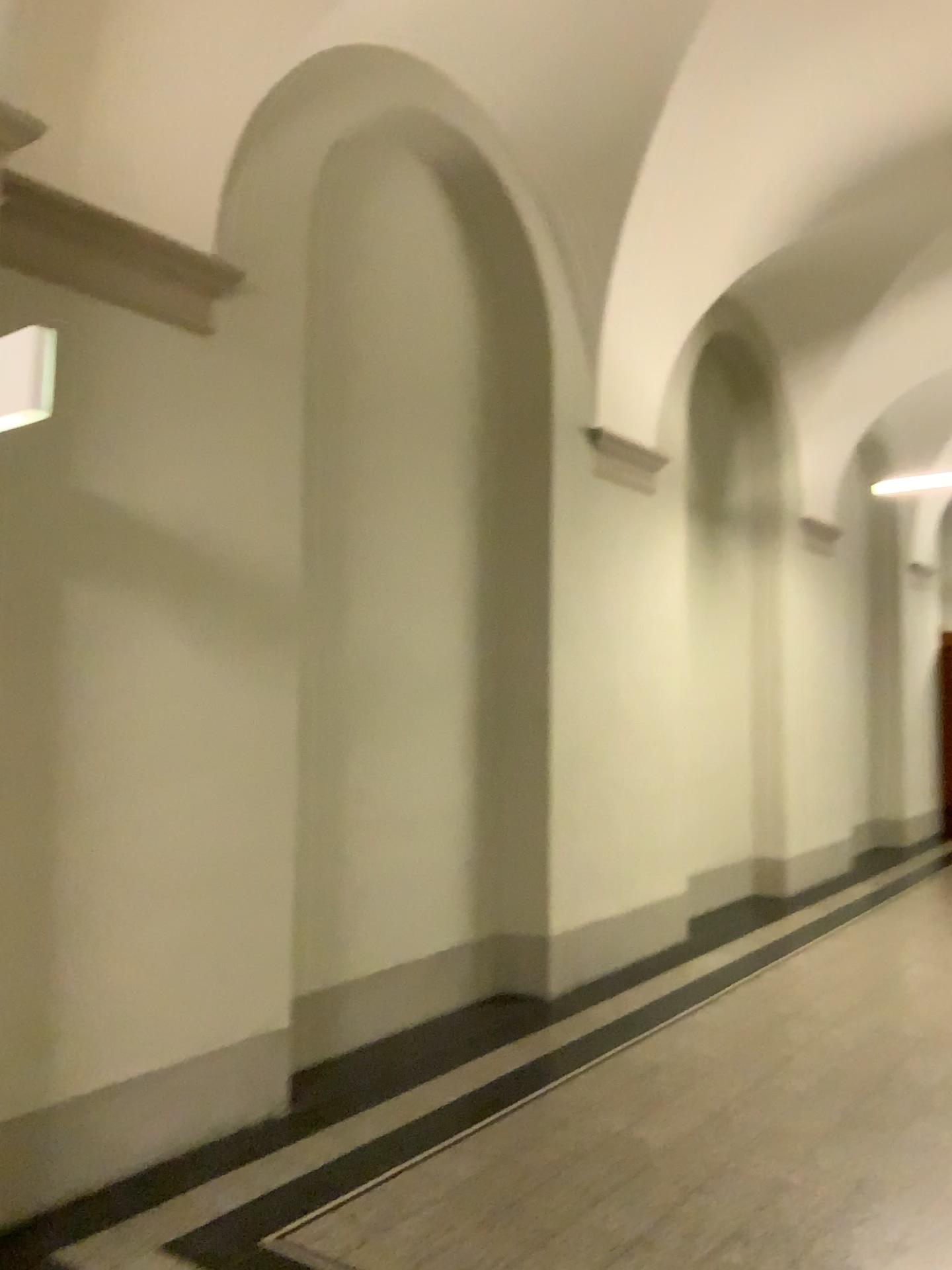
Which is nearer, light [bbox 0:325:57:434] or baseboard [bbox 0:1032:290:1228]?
light [bbox 0:325:57:434]

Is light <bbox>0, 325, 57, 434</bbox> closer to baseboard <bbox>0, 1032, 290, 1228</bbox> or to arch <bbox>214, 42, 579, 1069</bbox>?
arch <bbox>214, 42, 579, 1069</bbox>

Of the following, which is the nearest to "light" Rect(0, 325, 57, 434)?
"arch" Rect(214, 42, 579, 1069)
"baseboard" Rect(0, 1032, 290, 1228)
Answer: "arch" Rect(214, 42, 579, 1069)

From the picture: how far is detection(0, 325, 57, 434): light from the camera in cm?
237

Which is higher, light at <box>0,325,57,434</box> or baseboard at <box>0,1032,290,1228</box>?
light at <box>0,325,57,434</box>

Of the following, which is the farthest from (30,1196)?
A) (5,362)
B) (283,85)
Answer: (283,85)

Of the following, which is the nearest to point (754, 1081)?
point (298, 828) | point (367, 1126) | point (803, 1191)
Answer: point (803, 1191)

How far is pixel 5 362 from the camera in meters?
2.4 m

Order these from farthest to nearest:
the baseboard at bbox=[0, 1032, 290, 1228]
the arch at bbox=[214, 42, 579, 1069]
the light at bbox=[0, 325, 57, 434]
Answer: the arch at bbox=[214, 42, 579, 1069] → the baseboard at bbox=[0, 1032, 290, 1228] → the light at bbox=[0, 325, 57, 434]

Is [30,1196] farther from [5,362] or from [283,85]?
[283,85]
